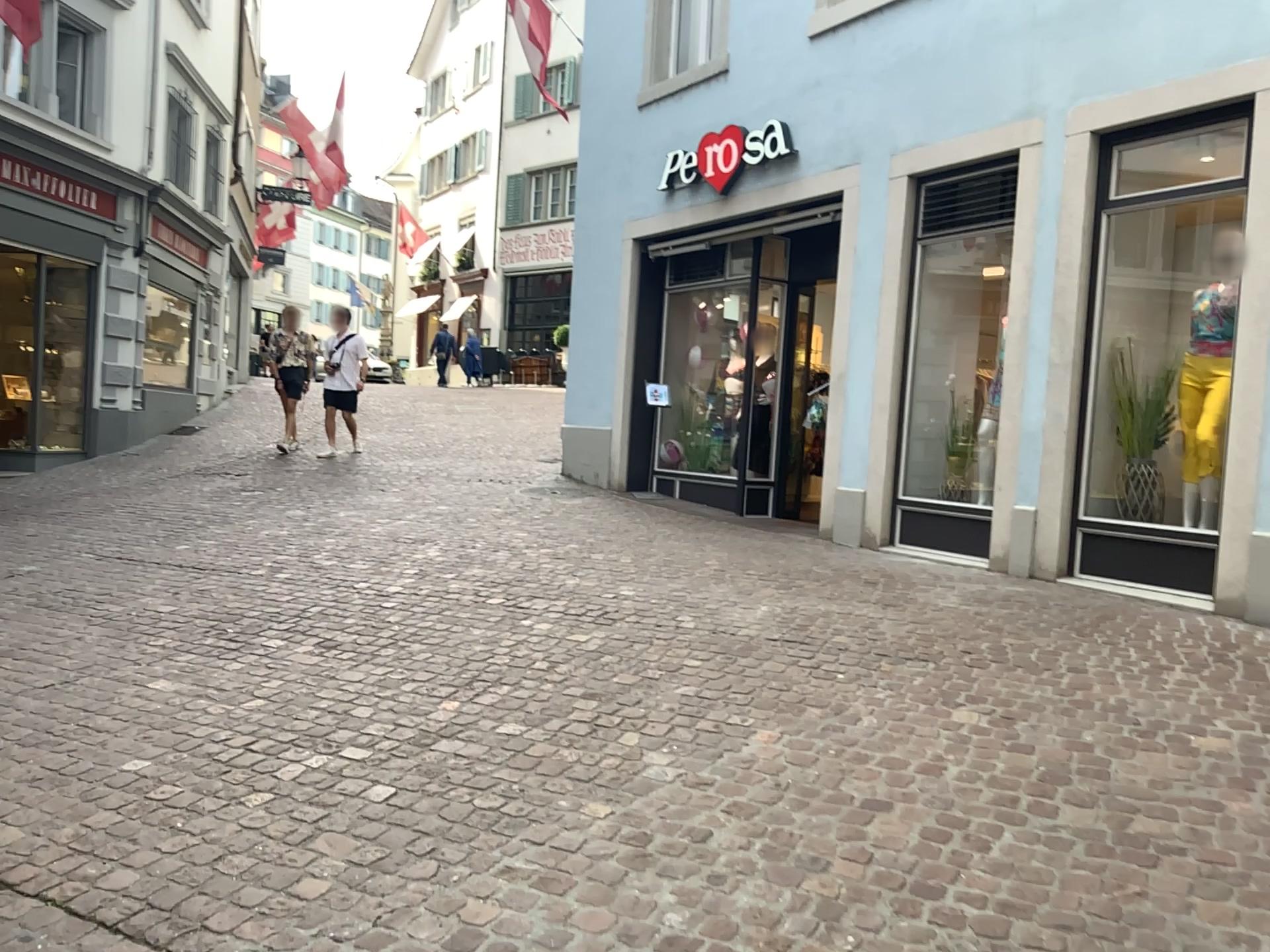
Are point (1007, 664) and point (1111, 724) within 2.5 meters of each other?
yes
